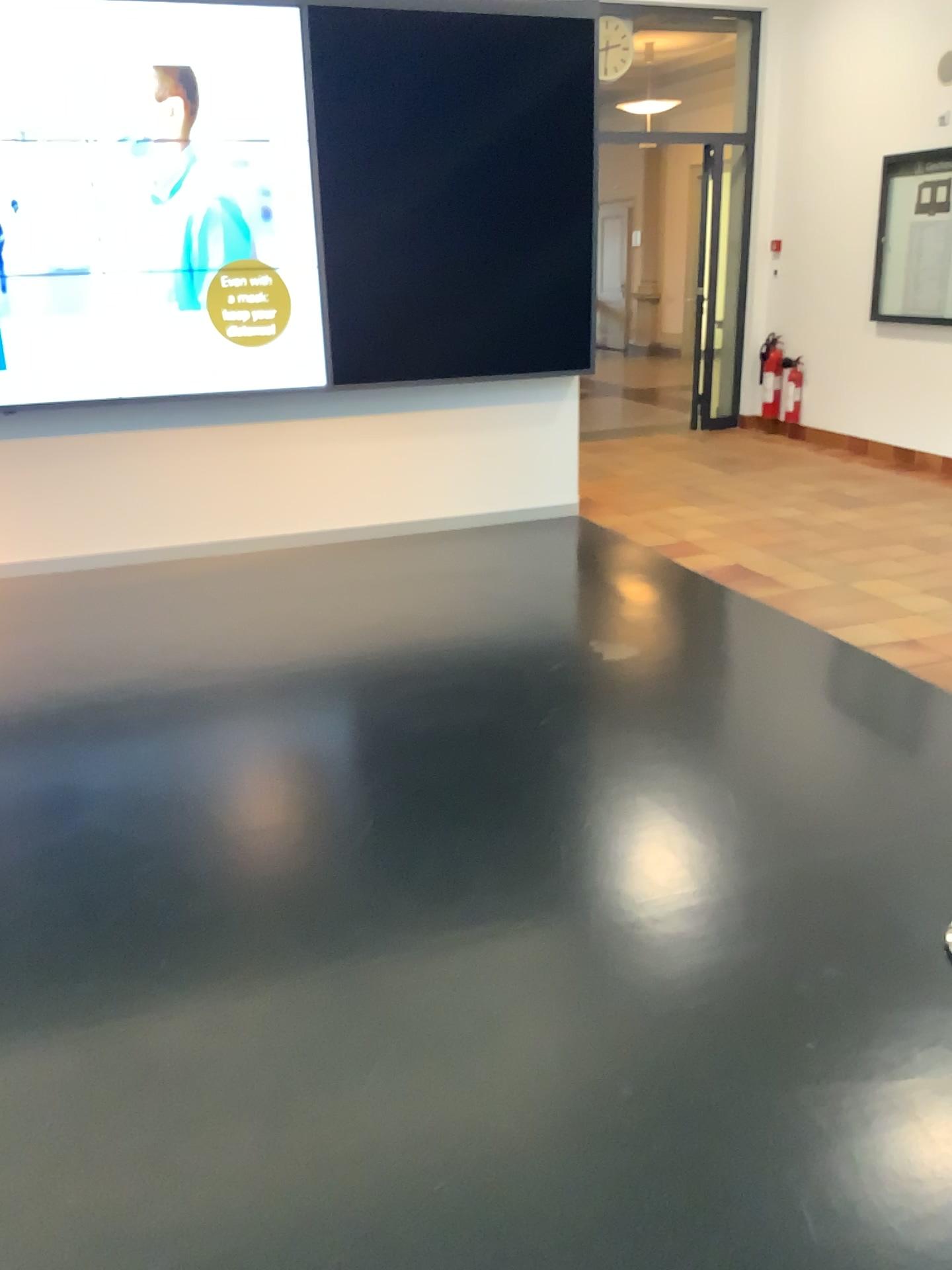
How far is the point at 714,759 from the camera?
3.3m
